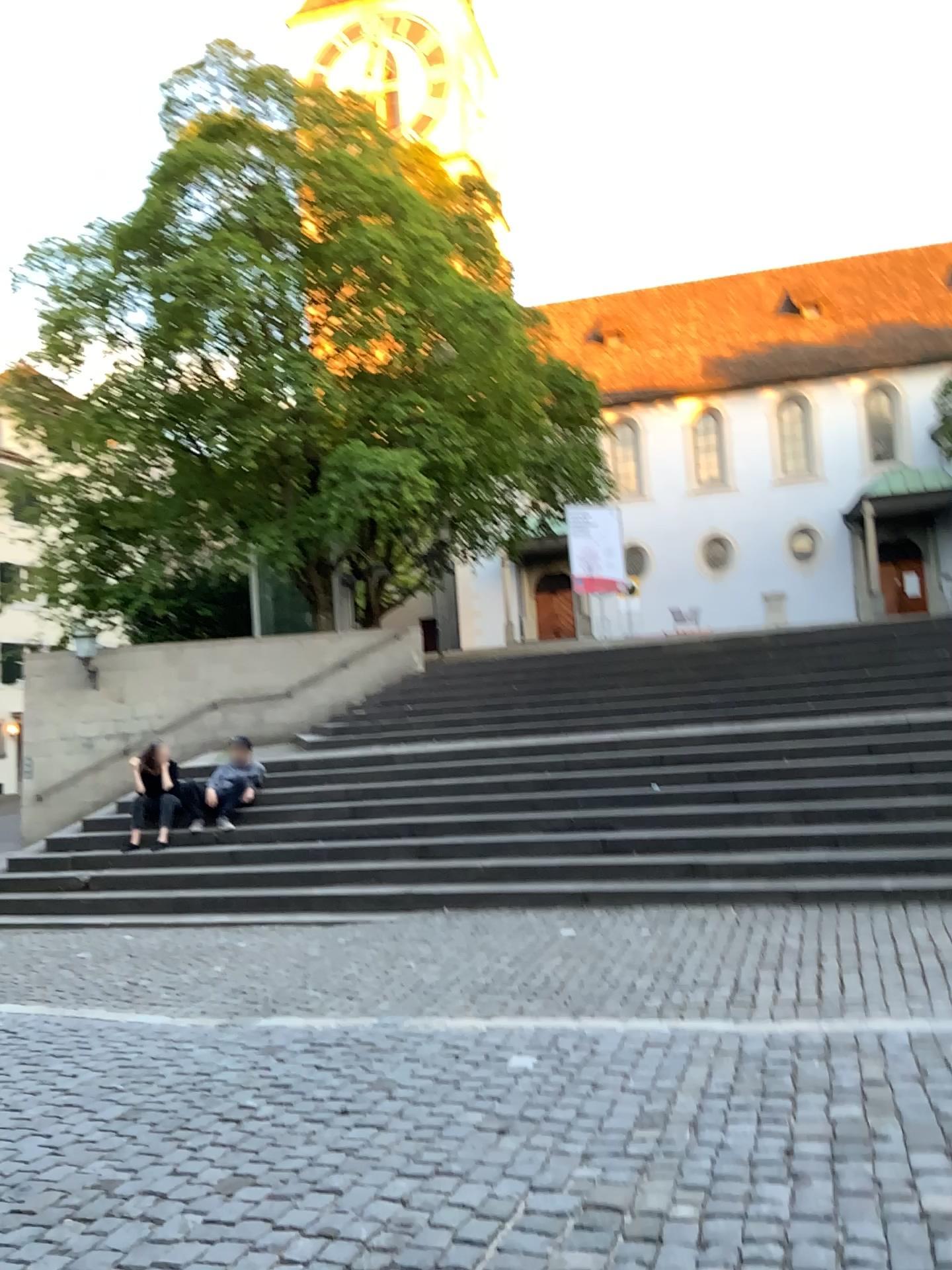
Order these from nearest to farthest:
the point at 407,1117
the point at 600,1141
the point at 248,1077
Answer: the point at 600,1141
the point at 407,1117
the point at 248,1077
